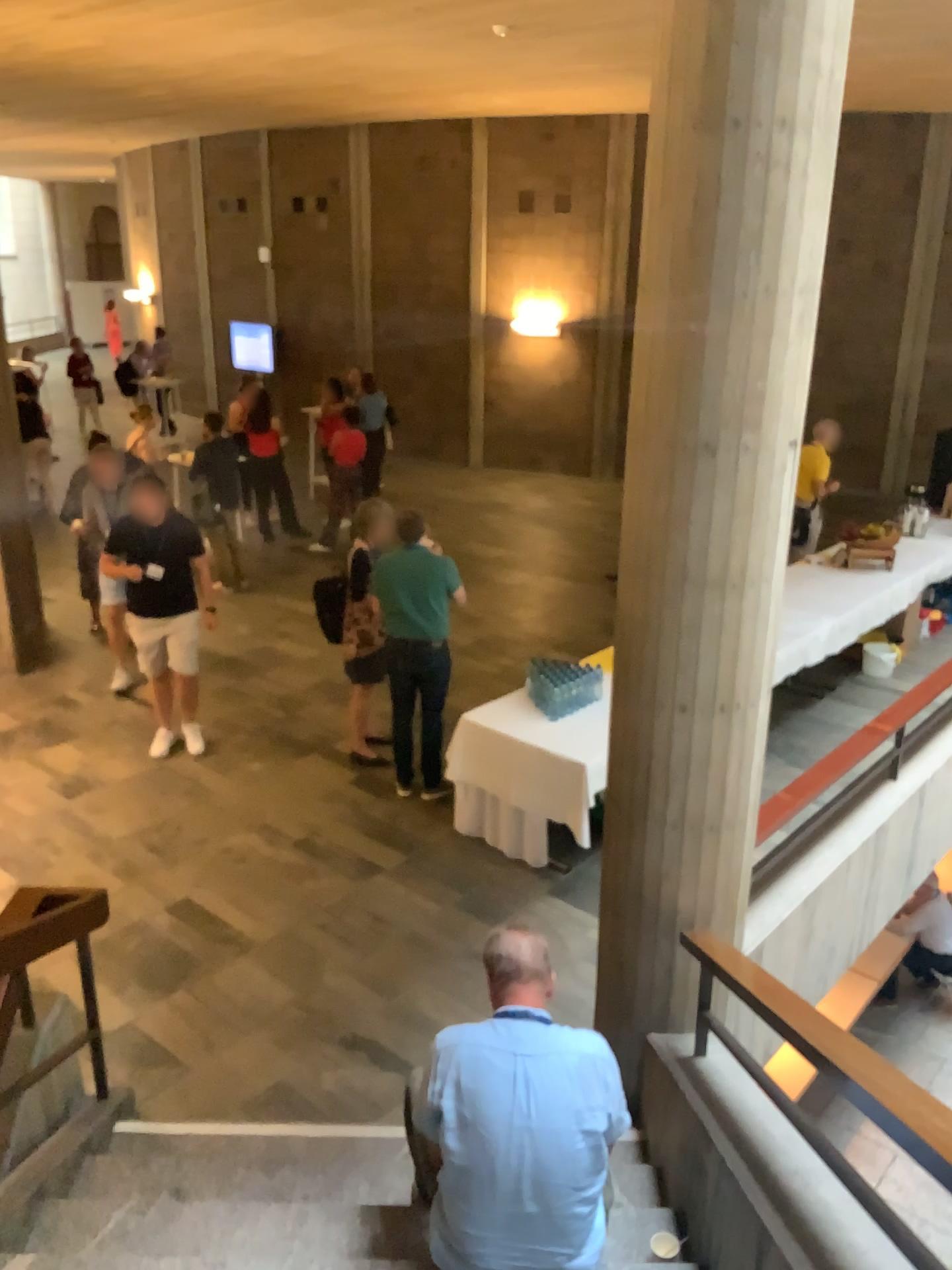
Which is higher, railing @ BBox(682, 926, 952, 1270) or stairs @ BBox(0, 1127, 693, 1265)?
railing @ BBox(682, 926, 952, 1270)

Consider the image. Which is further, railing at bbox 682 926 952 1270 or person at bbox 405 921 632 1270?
person at bbox 405 921 632 1270

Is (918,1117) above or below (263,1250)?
above

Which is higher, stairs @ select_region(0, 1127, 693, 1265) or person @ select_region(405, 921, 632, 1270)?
person @ select_region(405, 921, 632, 1270)

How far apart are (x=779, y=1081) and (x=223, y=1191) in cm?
191

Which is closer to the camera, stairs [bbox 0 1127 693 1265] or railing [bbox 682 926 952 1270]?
railing [bbox 682 926 952 1270]

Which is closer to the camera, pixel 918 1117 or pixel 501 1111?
pixel 918 1117

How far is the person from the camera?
2.61m

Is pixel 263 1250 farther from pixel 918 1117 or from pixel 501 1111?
pixel 918 1117
